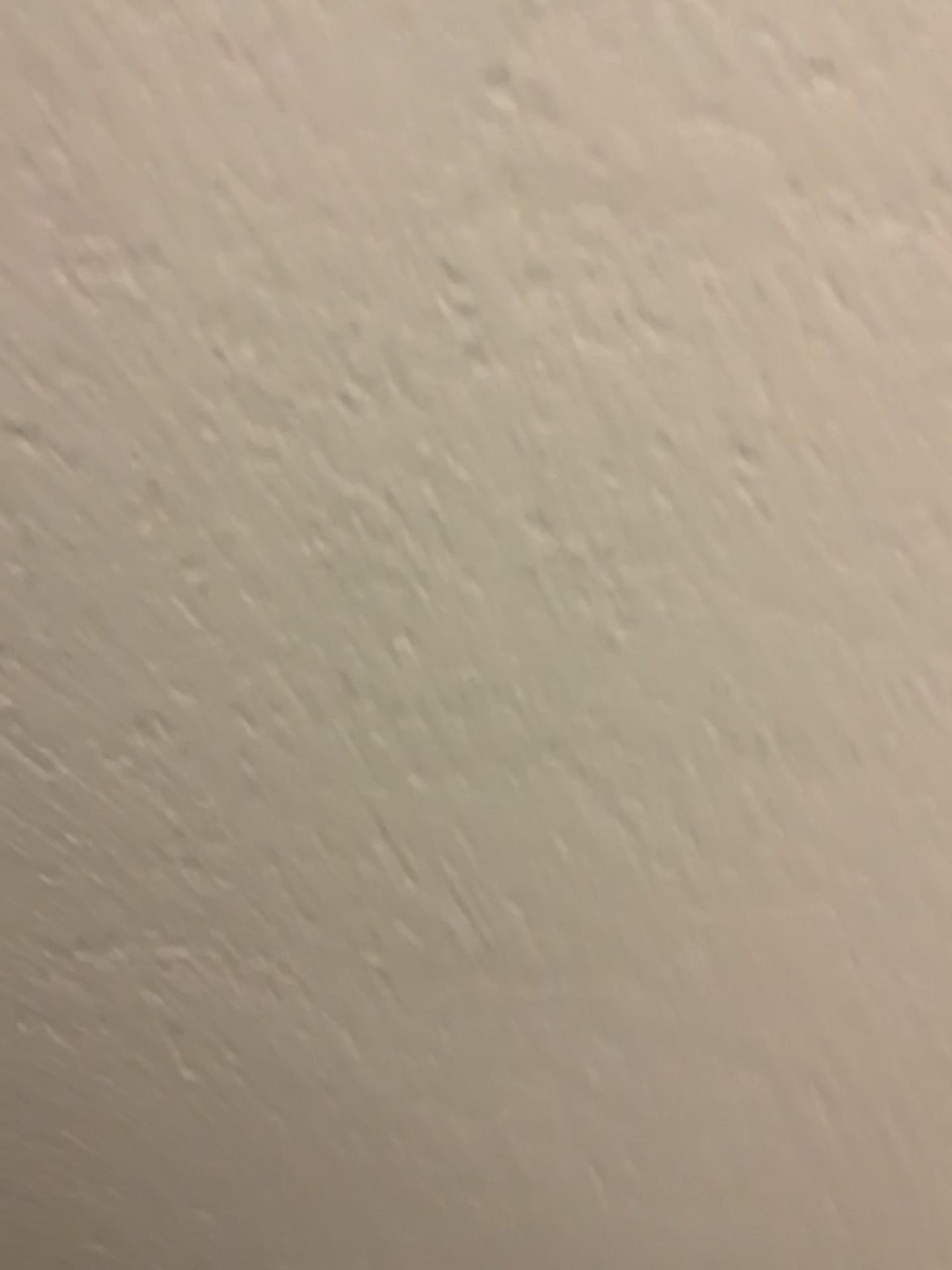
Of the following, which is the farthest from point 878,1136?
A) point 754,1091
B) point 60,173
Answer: point 60,173
